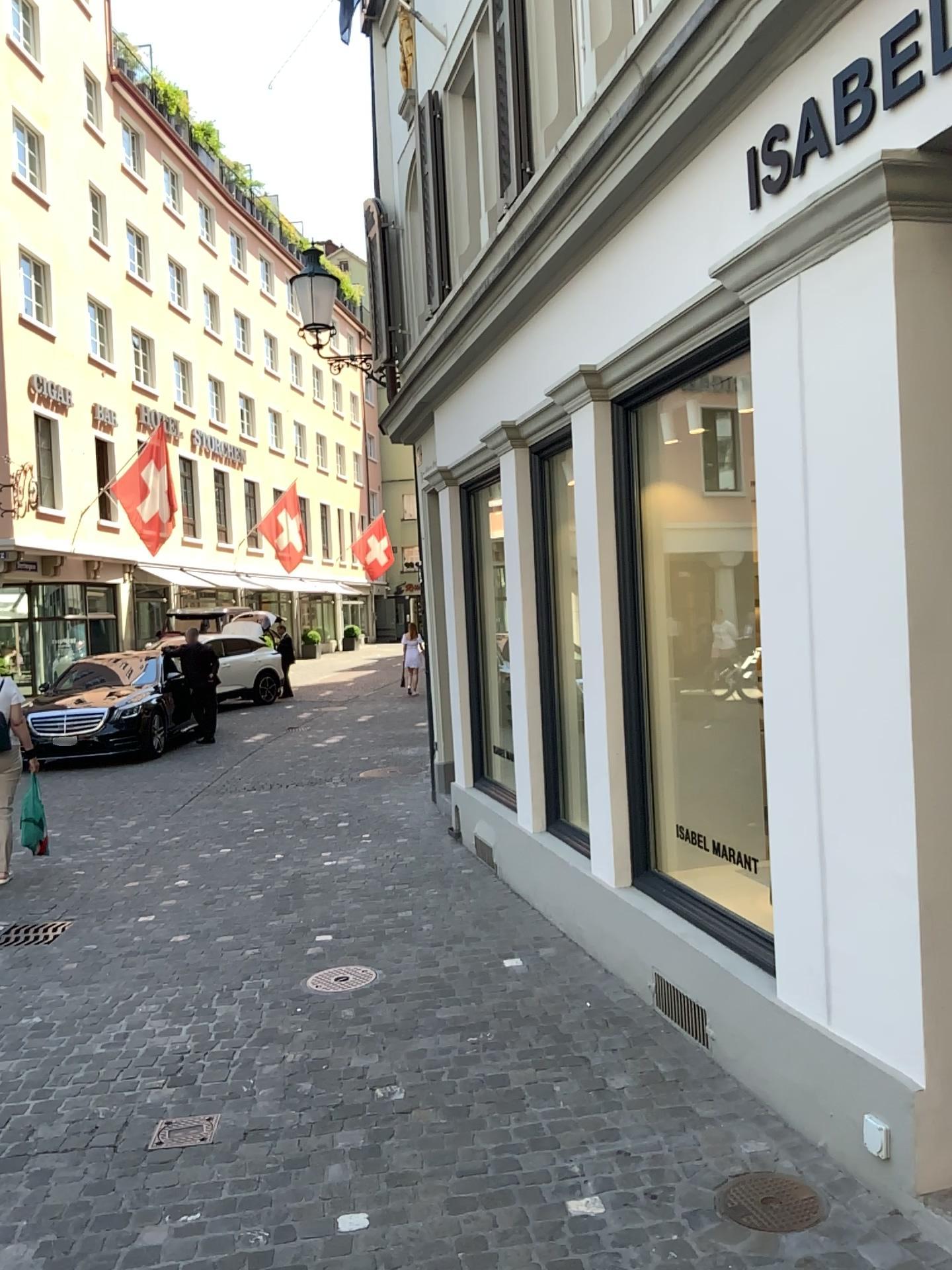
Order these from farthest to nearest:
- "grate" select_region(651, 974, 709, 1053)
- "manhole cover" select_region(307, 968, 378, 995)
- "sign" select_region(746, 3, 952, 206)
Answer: "manhole cover" select_region(307, 968, 378, 995) < "grate" select_region(651, 974, 709, 1053) < "sign" select_region(746, 3, 952, 206)

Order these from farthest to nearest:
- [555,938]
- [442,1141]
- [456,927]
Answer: [456,927], [555,938], [442,1141]

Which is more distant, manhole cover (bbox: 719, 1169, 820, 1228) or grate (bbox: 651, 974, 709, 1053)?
grate (bbox: 651, 974, 709, 1053)

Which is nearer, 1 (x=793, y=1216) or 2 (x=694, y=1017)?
1 (x=793, y=1216)

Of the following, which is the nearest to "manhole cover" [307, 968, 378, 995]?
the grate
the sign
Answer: the grate

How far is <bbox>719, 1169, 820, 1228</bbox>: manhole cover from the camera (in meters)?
2.78

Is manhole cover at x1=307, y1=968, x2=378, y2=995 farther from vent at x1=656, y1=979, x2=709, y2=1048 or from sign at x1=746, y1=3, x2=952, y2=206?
sign at x1=746, y1=3, x2=952, y2=206

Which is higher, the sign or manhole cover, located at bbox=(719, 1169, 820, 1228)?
the sign

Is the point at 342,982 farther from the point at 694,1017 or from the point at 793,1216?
the point at 793,1216

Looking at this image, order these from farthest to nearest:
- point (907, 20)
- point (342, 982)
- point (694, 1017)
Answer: point (342, 982) < point (694, 1017) < point (907, 20)
